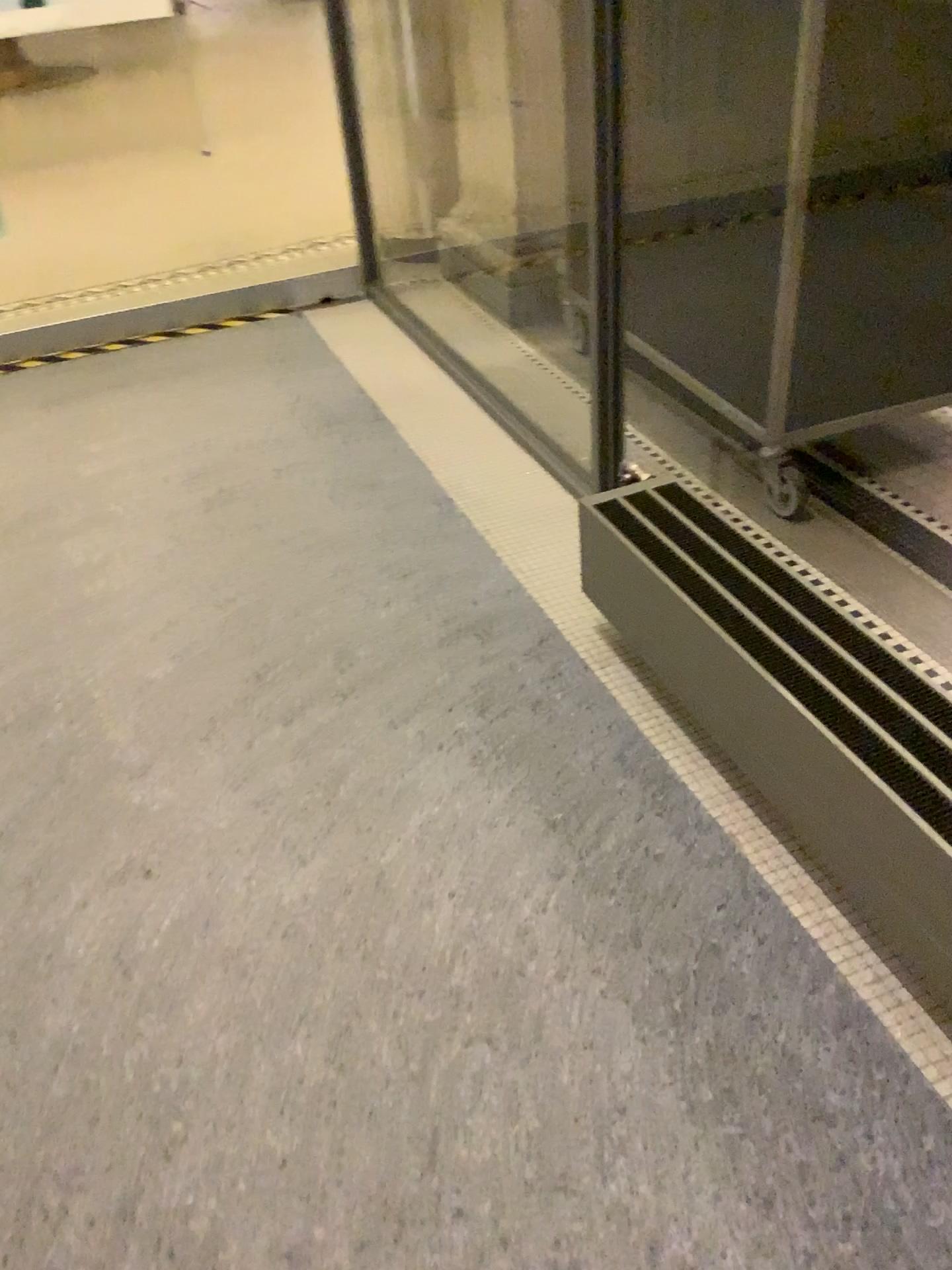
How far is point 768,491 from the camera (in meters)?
2.44

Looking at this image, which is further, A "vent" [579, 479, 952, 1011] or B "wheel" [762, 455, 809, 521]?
B "wheel" [762, 455, 809, 521]

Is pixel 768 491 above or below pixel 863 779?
below

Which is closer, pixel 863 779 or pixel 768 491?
pixel 863 779

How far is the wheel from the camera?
2.4 meters

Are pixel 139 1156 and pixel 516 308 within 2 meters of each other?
no
